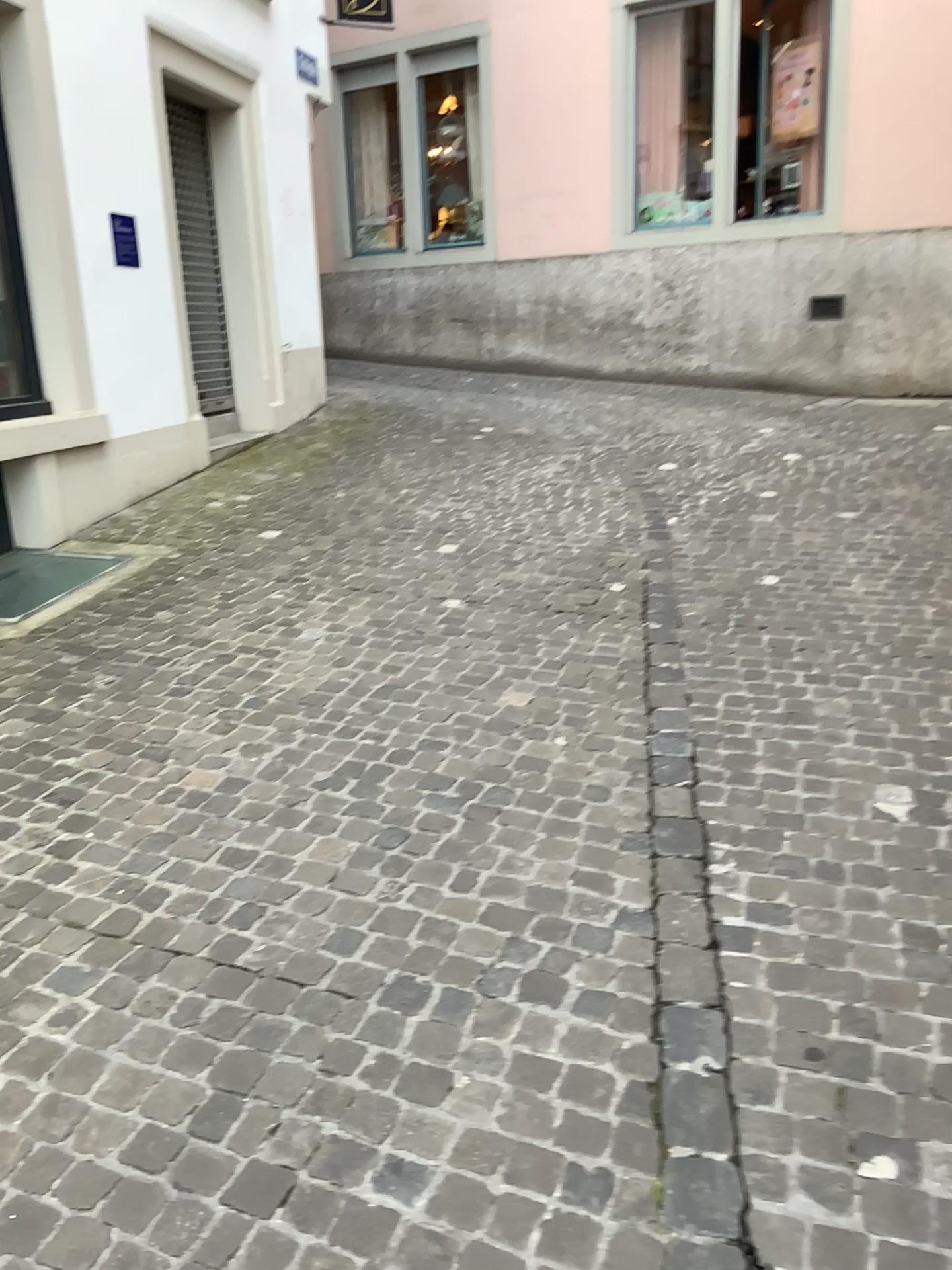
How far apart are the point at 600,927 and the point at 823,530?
3.3 meters
